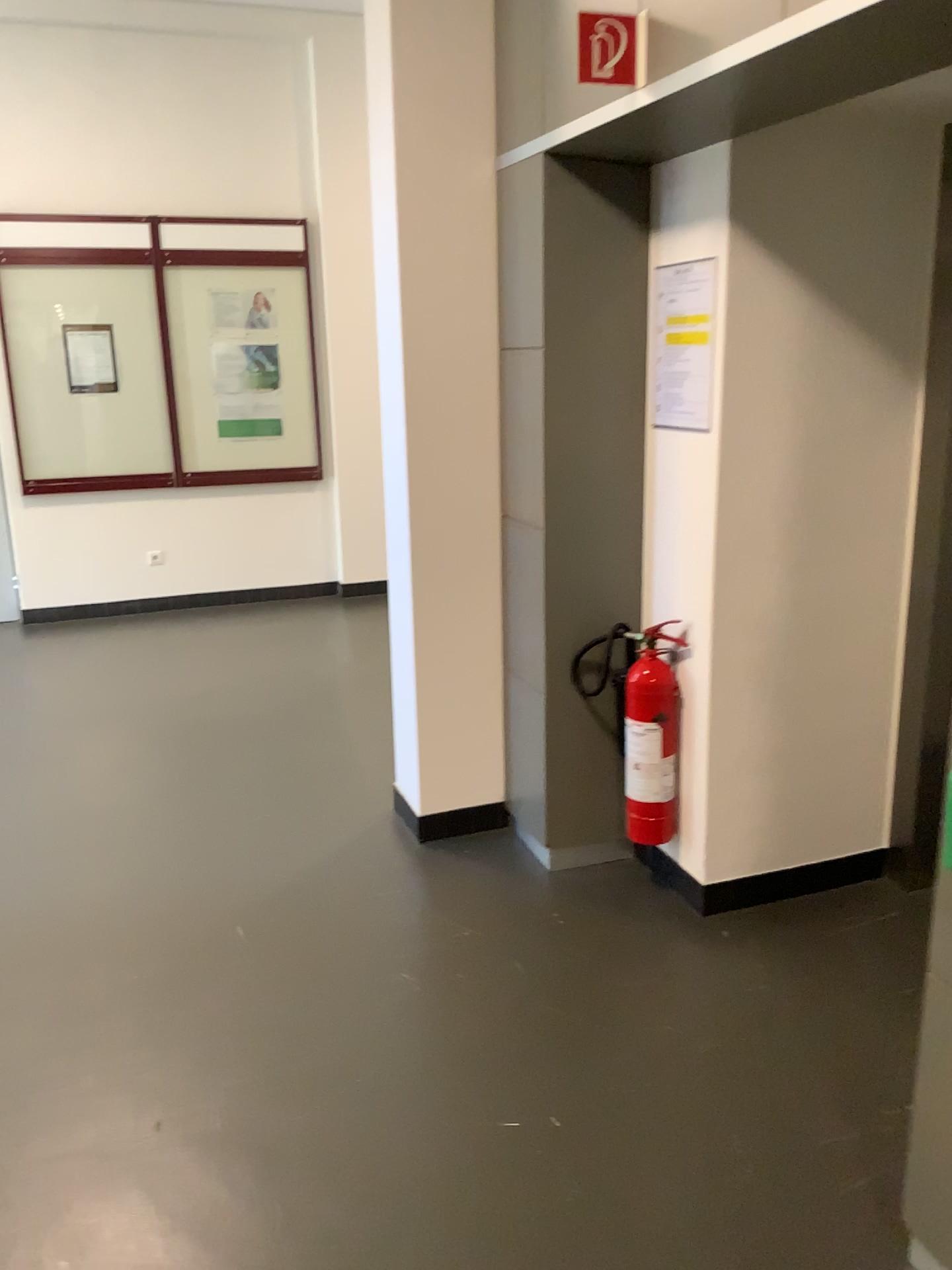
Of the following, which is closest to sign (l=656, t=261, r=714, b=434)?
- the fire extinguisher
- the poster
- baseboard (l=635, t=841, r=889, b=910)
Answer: the poster

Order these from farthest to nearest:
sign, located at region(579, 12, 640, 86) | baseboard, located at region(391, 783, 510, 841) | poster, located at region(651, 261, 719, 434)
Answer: baseboard, located at region(391, 783, 510, 841), poster, located at region(651, 261, 719, 434), sign, located at region(579, 12, 640, 86)

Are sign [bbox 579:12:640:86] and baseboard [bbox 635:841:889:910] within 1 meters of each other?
no

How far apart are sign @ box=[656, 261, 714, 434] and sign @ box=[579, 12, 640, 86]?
0.6 meters

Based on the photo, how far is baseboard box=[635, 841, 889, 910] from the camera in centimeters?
306cm

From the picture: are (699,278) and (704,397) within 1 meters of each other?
yes

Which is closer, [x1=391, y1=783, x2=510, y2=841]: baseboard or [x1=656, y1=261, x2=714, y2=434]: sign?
[x1=656, y1=261, x2=714, y2=434]: sign

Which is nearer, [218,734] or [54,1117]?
[54,1117]

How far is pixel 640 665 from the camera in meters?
3.0 m

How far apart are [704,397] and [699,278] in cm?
31
